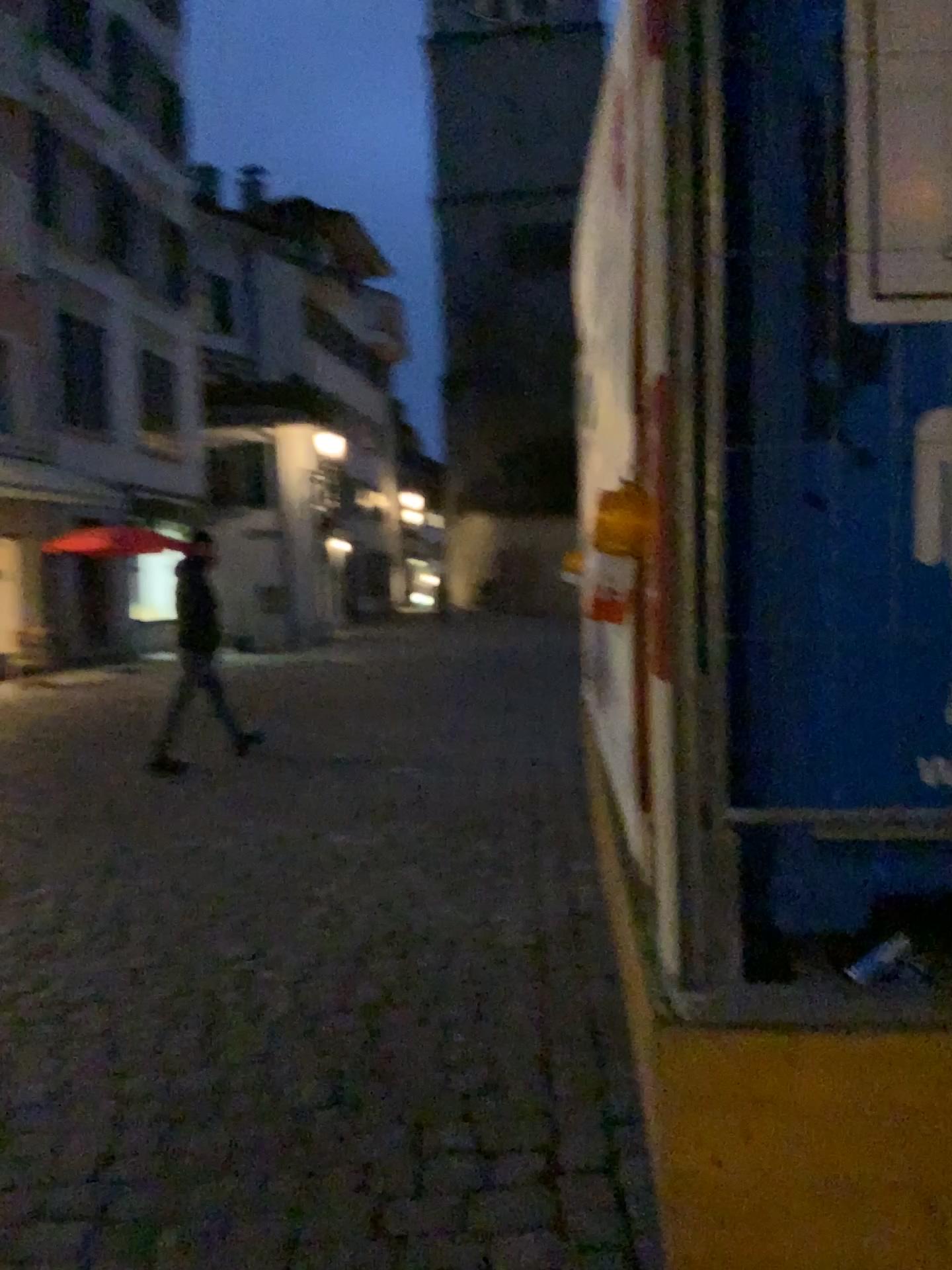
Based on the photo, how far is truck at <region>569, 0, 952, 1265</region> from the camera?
1.65m

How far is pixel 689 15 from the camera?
1.7 meters

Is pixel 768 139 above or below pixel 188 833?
above
